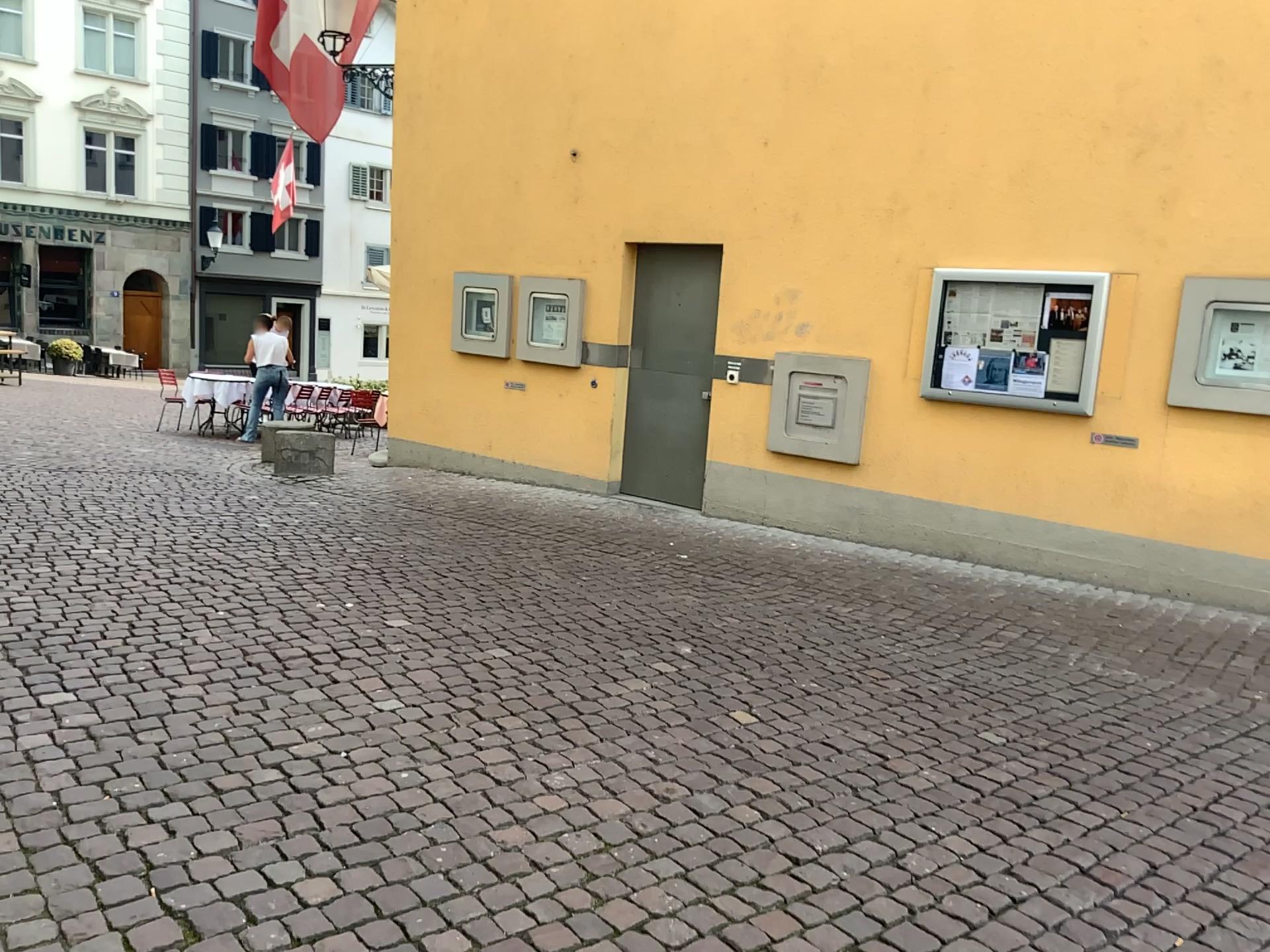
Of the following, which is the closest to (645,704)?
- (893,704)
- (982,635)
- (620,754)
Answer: (620,754)
